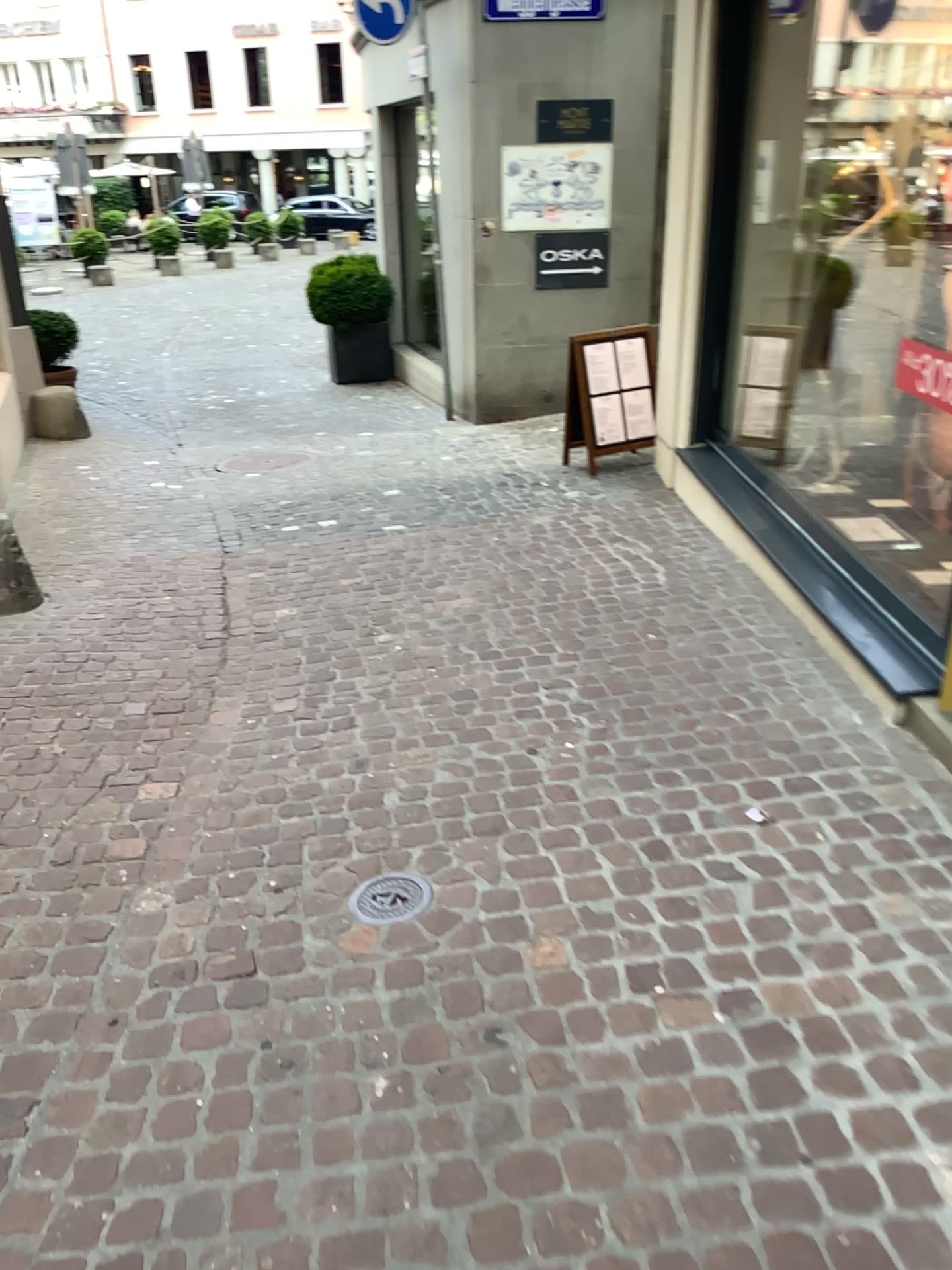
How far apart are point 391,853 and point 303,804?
0.4m

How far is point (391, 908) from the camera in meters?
2.5

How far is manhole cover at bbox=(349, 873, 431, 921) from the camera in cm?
250
